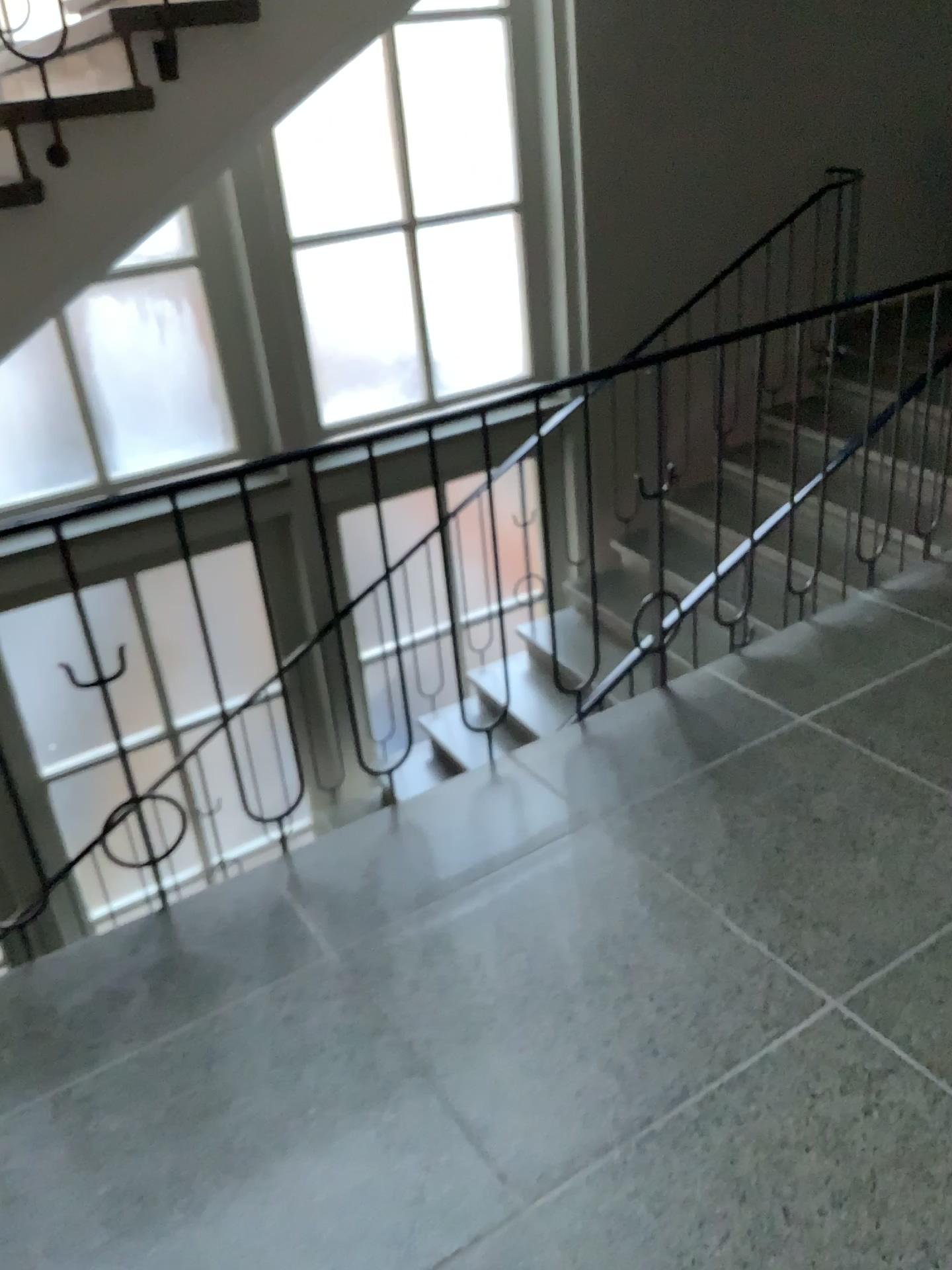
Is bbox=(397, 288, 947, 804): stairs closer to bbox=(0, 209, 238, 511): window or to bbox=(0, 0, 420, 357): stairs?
bbox=(0, 0, 420, 357): stairs

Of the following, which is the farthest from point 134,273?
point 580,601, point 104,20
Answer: point 580,601

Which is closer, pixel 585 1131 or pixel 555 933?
pixel 585 1131

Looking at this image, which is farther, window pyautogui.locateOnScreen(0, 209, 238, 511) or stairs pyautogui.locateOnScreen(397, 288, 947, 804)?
window pyautogui.locateOnScreen(0, 209, 238, 511)

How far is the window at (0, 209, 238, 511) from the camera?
4.4 meters

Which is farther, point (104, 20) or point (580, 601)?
point (580, 601)

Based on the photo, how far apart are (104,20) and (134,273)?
2.16m

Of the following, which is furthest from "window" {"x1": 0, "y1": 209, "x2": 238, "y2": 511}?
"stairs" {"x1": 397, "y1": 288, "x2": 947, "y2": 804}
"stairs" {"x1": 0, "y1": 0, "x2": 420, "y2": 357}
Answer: "stairs" {"x1": 397, "y1": 288, "x2": 947, "y2": 804}

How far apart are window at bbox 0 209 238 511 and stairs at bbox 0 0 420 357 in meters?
1.9 m

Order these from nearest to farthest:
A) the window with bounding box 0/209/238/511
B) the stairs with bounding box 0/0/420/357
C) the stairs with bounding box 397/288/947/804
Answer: the stairs with bounding box 0/0/420/357, the stairs with bounding box 397/288/947/804, the window with bounding box 0/209/238/511
